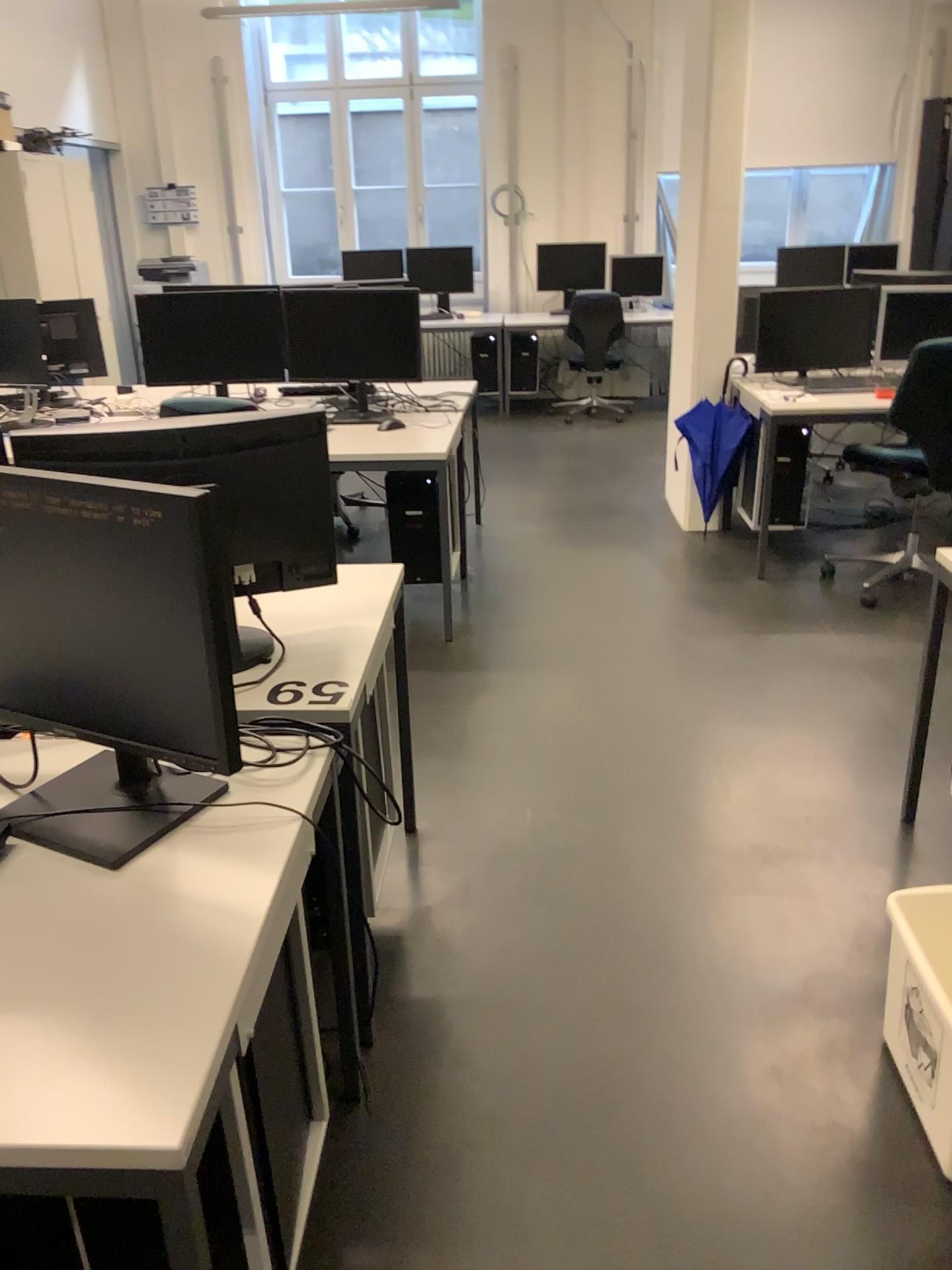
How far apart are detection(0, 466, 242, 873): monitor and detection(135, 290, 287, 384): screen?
2.9m

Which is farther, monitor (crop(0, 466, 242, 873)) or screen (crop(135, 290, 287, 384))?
screen (crop(135, 290, 287, 384))

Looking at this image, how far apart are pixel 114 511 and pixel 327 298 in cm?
318

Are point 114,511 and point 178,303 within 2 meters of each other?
no

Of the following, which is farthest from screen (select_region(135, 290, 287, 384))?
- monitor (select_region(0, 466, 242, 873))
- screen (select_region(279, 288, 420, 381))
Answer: monitor (select_region(0, 466, 242, 873))

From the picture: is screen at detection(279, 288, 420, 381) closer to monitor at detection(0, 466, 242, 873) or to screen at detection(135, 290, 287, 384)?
screen at detection(135, 290, 287, 384)

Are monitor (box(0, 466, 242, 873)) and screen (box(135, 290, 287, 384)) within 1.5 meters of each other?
no

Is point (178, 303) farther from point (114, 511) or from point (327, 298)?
point (114, 511)

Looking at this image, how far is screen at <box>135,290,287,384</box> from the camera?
4.2 meters

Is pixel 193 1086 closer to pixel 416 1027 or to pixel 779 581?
pixel 416 1027
